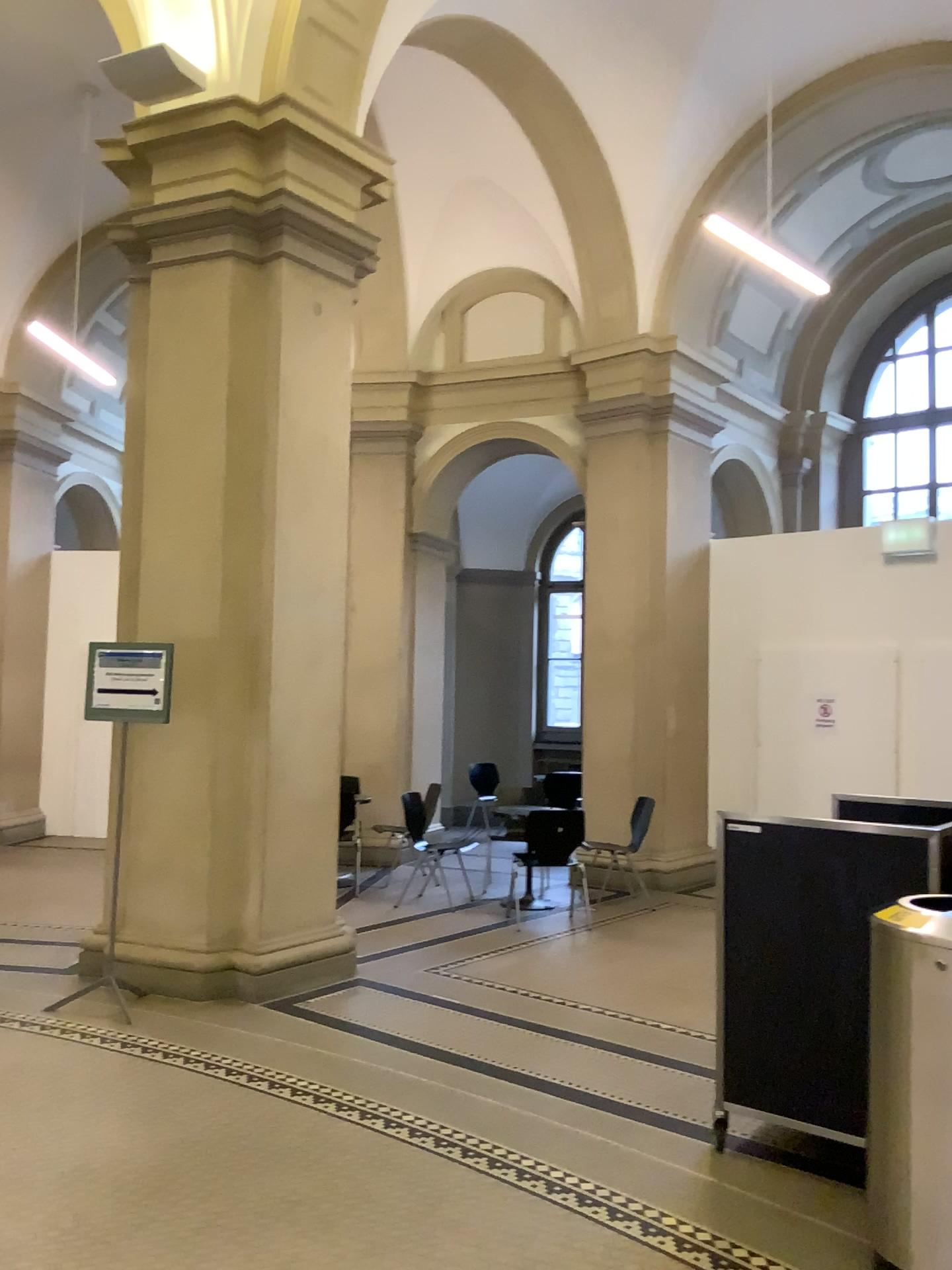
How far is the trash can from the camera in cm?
267

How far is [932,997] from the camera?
2.7 meters

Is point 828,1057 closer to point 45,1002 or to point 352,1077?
point 352,1077
